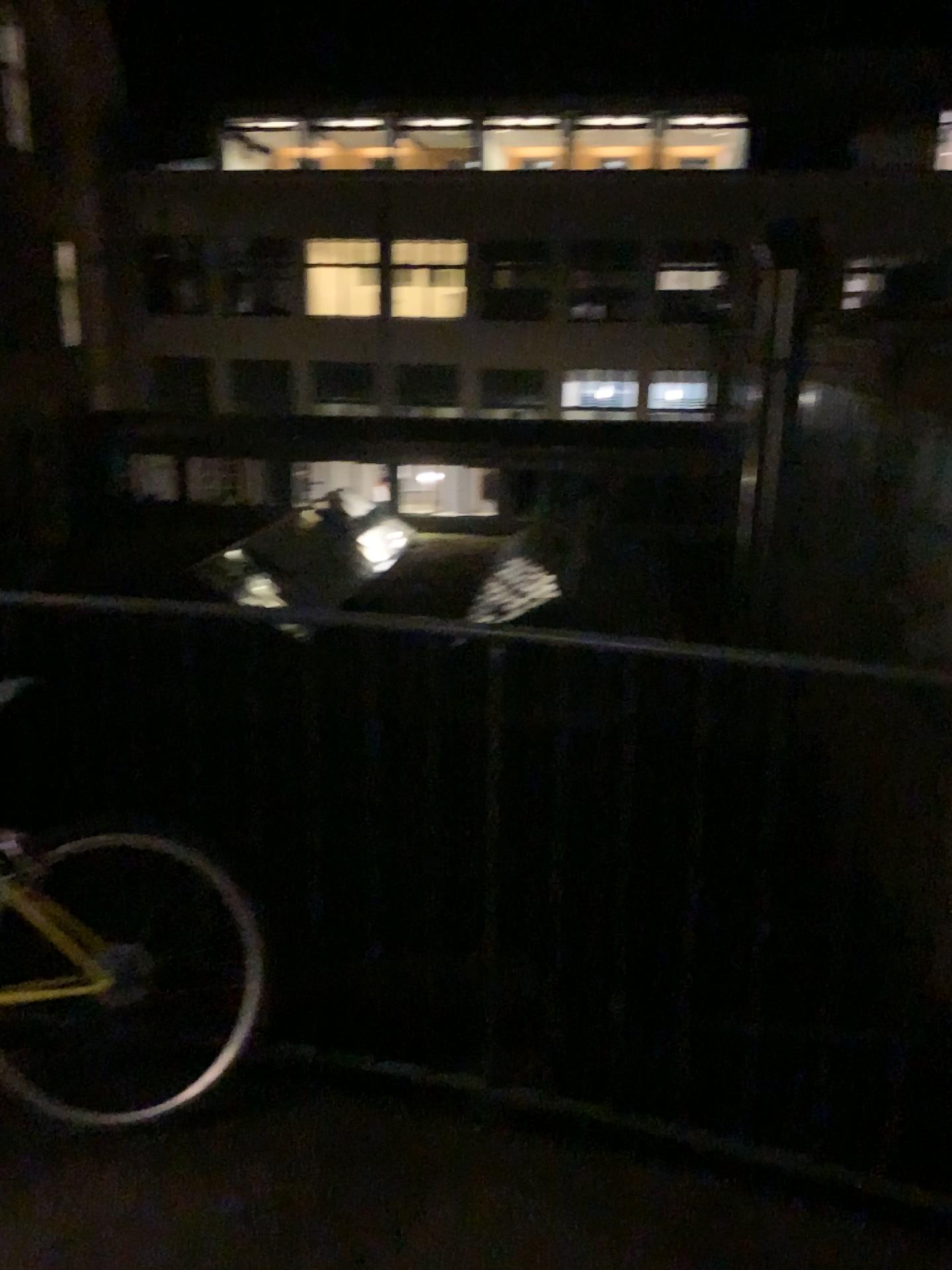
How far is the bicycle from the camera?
2.1 meters

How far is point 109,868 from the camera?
2.14m

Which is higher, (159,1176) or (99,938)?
(99,938)
